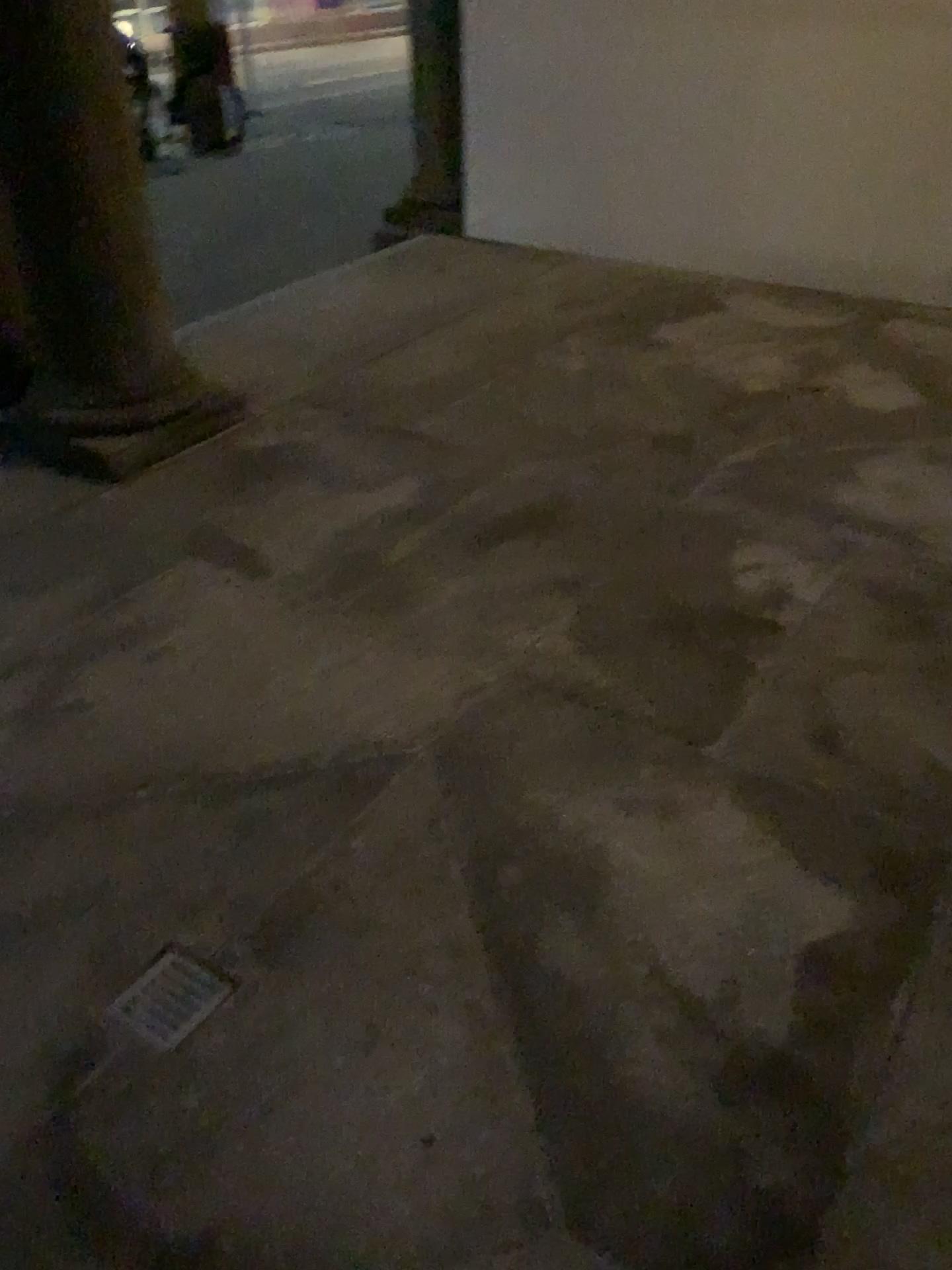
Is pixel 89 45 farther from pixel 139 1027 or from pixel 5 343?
pixel 139 1027

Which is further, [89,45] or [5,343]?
[5,343]

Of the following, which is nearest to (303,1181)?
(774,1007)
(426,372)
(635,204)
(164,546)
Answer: (774,1007)

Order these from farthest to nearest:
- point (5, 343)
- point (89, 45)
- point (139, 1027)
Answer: point (5, 343), point (89, 45), point (139, 1027)

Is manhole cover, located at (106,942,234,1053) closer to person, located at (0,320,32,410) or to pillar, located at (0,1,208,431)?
pillar, located at (0,1,208,431)

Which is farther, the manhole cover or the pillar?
the pillar

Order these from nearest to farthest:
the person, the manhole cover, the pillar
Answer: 1. the manhole cover
2. the pillar
3. the person

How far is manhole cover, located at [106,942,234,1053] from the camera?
1.61m

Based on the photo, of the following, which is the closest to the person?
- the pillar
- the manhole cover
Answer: the pillar
